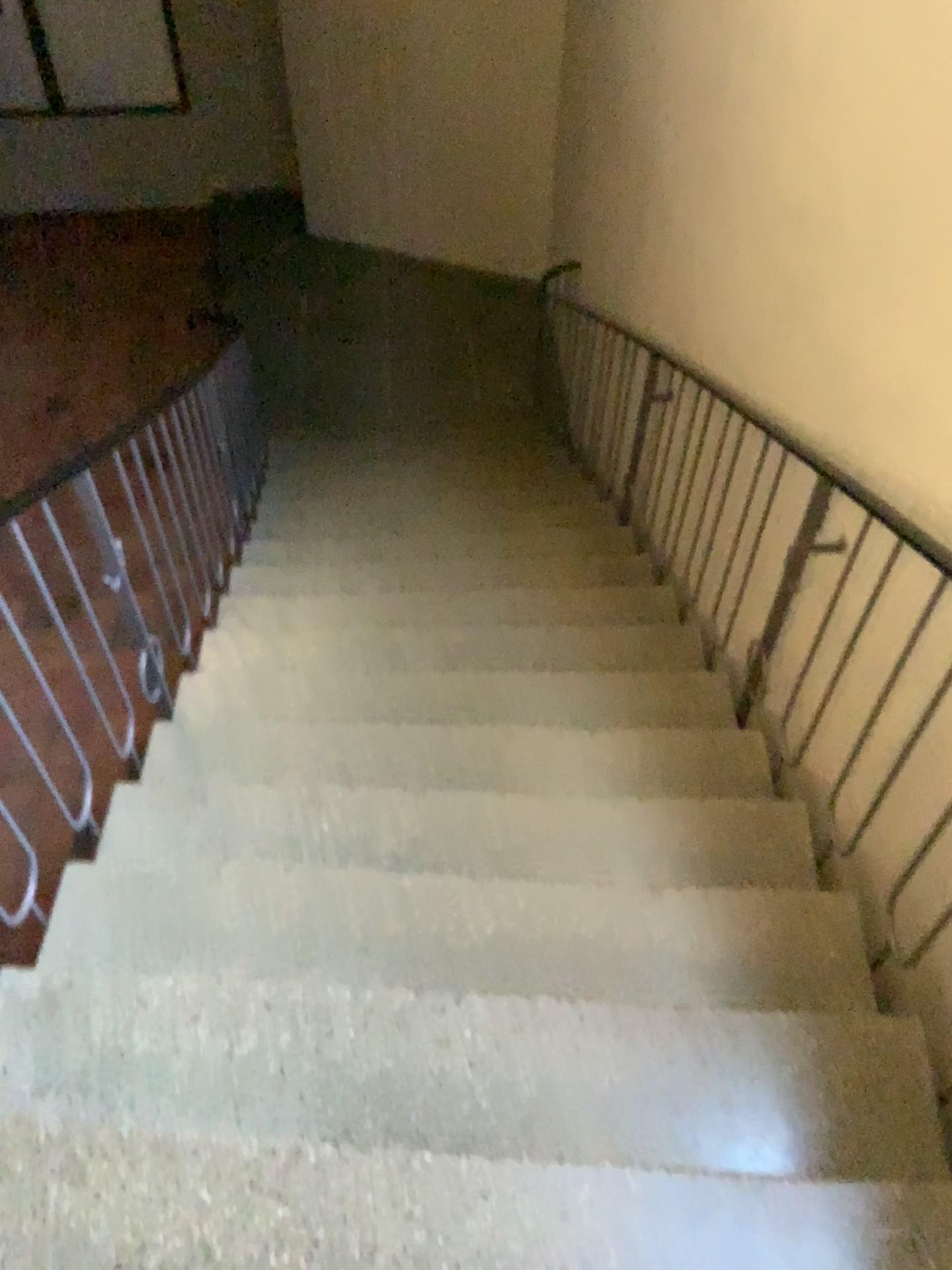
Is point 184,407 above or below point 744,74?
below
